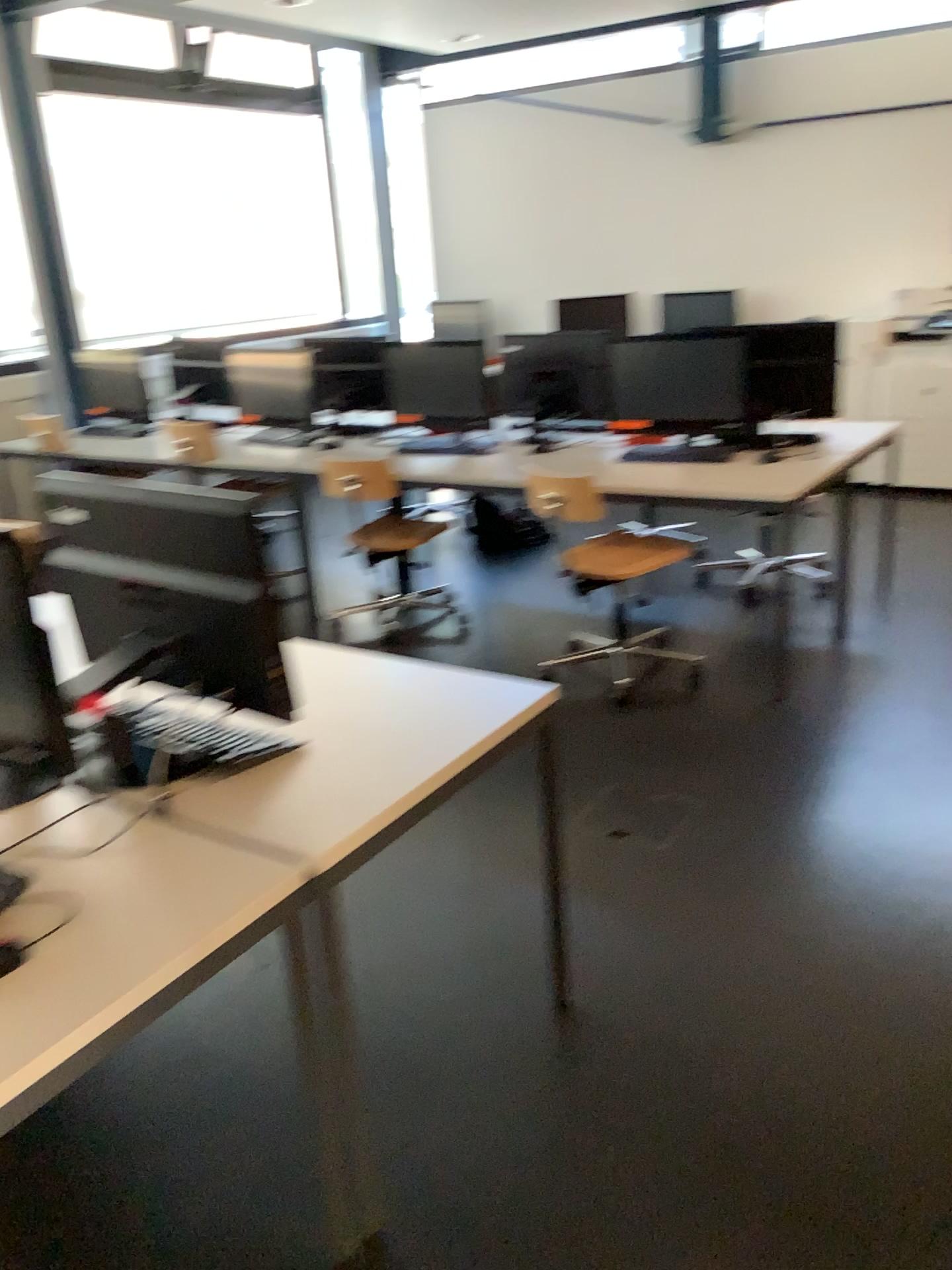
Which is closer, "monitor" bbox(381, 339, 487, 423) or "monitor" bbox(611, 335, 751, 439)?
"monitor" bbox(611, 335, 751, 439)

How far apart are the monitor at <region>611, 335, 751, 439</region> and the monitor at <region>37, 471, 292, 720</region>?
2.7 meters

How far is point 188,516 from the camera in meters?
1.6

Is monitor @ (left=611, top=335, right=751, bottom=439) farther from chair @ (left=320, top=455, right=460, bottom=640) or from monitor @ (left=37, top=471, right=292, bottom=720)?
monitor @ (left=37, top=471, right=292, bottom=720)

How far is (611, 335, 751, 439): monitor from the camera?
4.0 meters

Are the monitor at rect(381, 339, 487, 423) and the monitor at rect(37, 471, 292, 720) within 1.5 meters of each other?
no

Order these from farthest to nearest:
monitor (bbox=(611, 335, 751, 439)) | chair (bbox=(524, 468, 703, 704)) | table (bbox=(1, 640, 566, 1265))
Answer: monitor (bbox=(611, 335, 751, 439)) < chair (bbox=(524, 468, 703, 704)) < table (bbox=(1, 640, 566, 1265))

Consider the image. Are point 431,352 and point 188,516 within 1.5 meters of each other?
no

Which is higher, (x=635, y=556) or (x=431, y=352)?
(x=431, y=352)

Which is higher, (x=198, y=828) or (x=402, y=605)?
(x=198, y=828)
